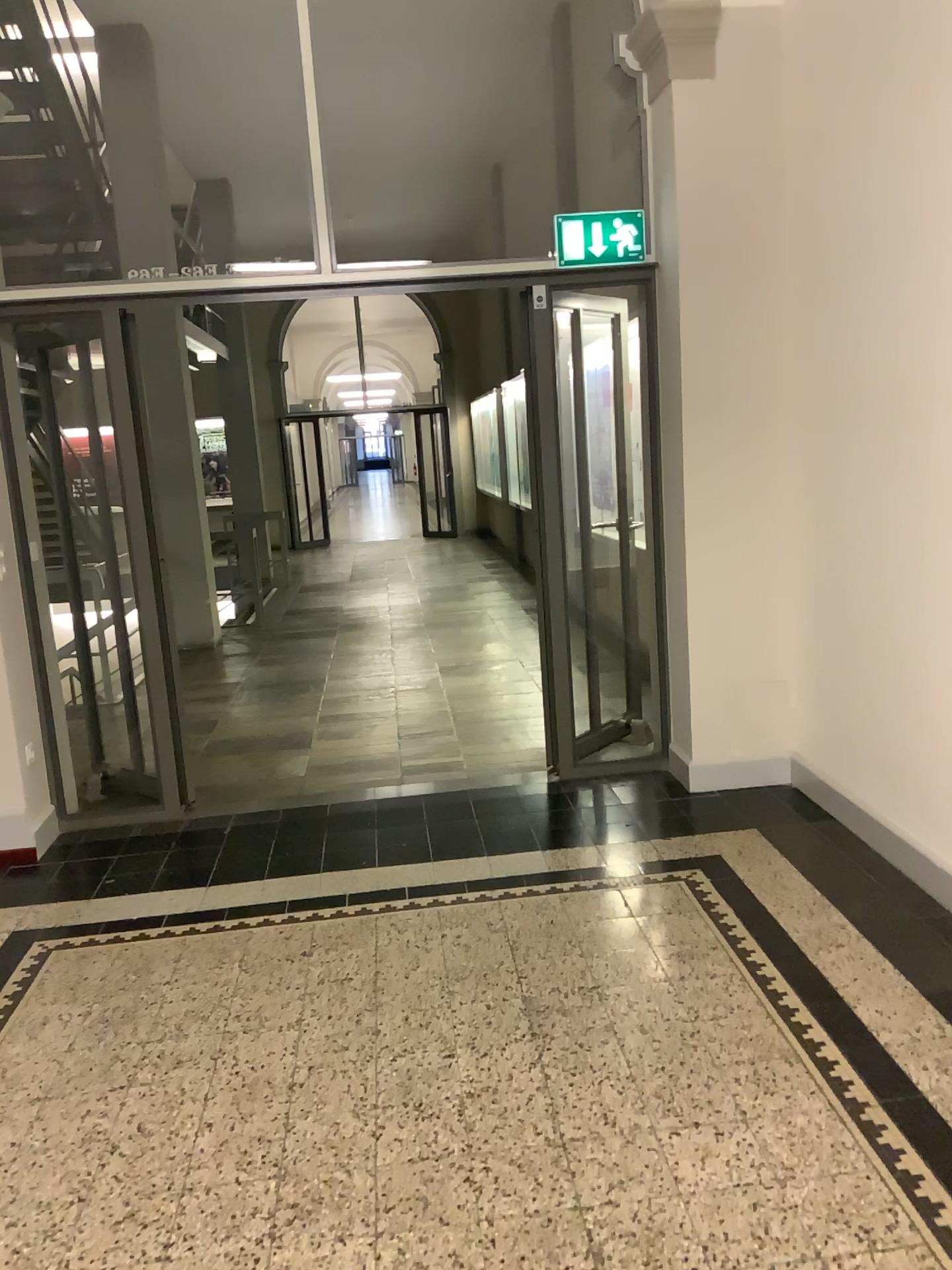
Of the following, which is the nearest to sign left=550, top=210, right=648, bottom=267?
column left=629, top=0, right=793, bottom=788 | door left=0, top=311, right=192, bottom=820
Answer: column left=629, top=0, right=793, bottom=788

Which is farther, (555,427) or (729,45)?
(555,427)

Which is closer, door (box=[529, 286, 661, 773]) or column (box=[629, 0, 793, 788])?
column (box=[629, 0, 793, 788])

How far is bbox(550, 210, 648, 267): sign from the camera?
4.3 meters

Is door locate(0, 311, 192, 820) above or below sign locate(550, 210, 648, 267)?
below

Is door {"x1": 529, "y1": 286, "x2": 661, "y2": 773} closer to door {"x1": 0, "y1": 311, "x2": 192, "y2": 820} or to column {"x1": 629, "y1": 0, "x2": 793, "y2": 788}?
column {"x1": 629, "y1": 0, "x2": 793, "y2": 788}

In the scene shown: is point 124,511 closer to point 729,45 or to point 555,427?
point 555,427

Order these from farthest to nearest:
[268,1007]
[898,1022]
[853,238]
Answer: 1. [853,238]
2. [268,1007]
3. [898,1022]

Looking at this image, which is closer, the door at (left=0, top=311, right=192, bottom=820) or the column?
the column

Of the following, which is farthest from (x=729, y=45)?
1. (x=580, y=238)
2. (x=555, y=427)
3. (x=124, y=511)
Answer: (x=124, y=511)
